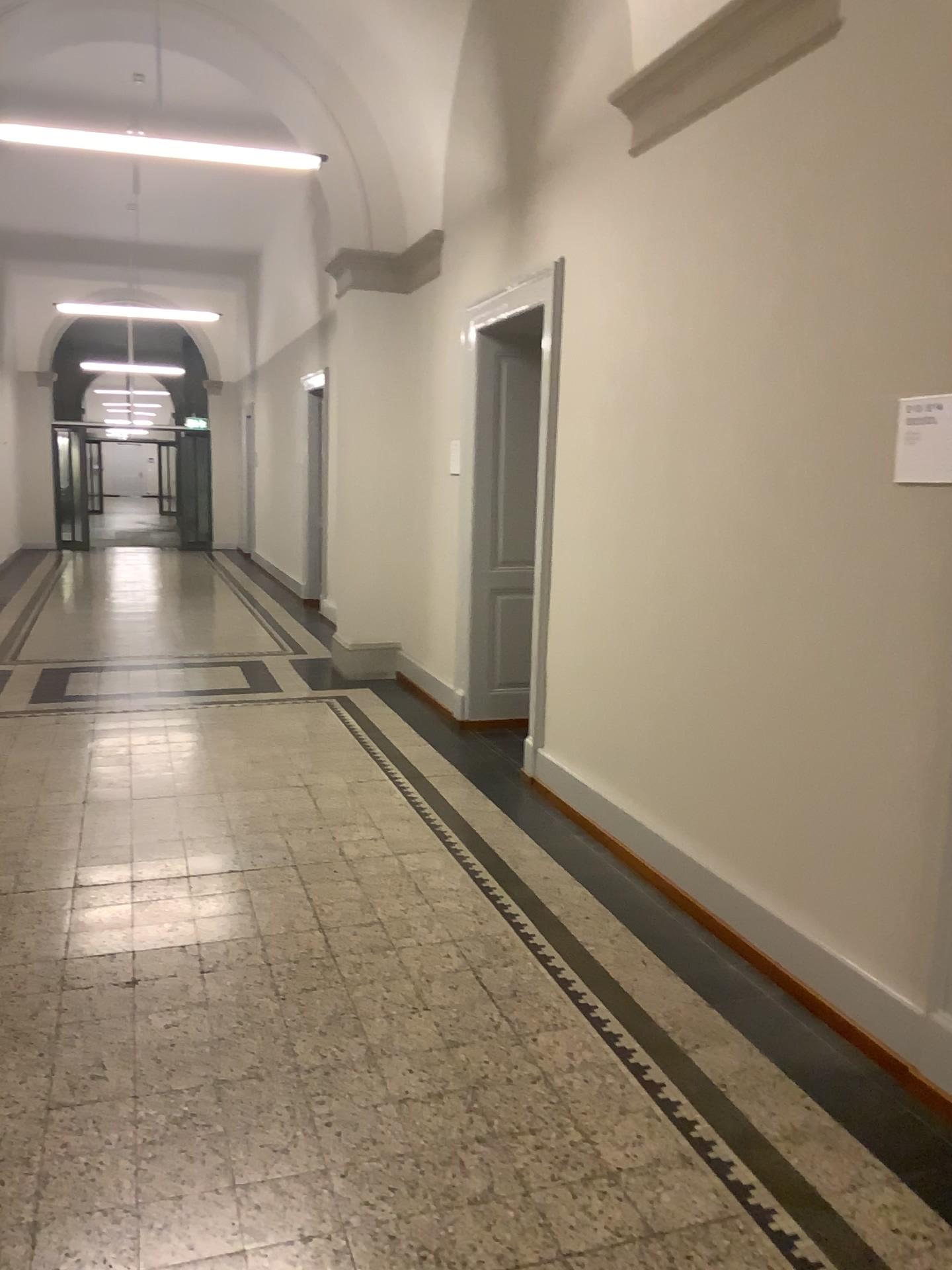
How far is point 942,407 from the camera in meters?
2.6 m

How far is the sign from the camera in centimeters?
255cm

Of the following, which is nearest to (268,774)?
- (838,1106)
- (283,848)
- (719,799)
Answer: (283,848)
